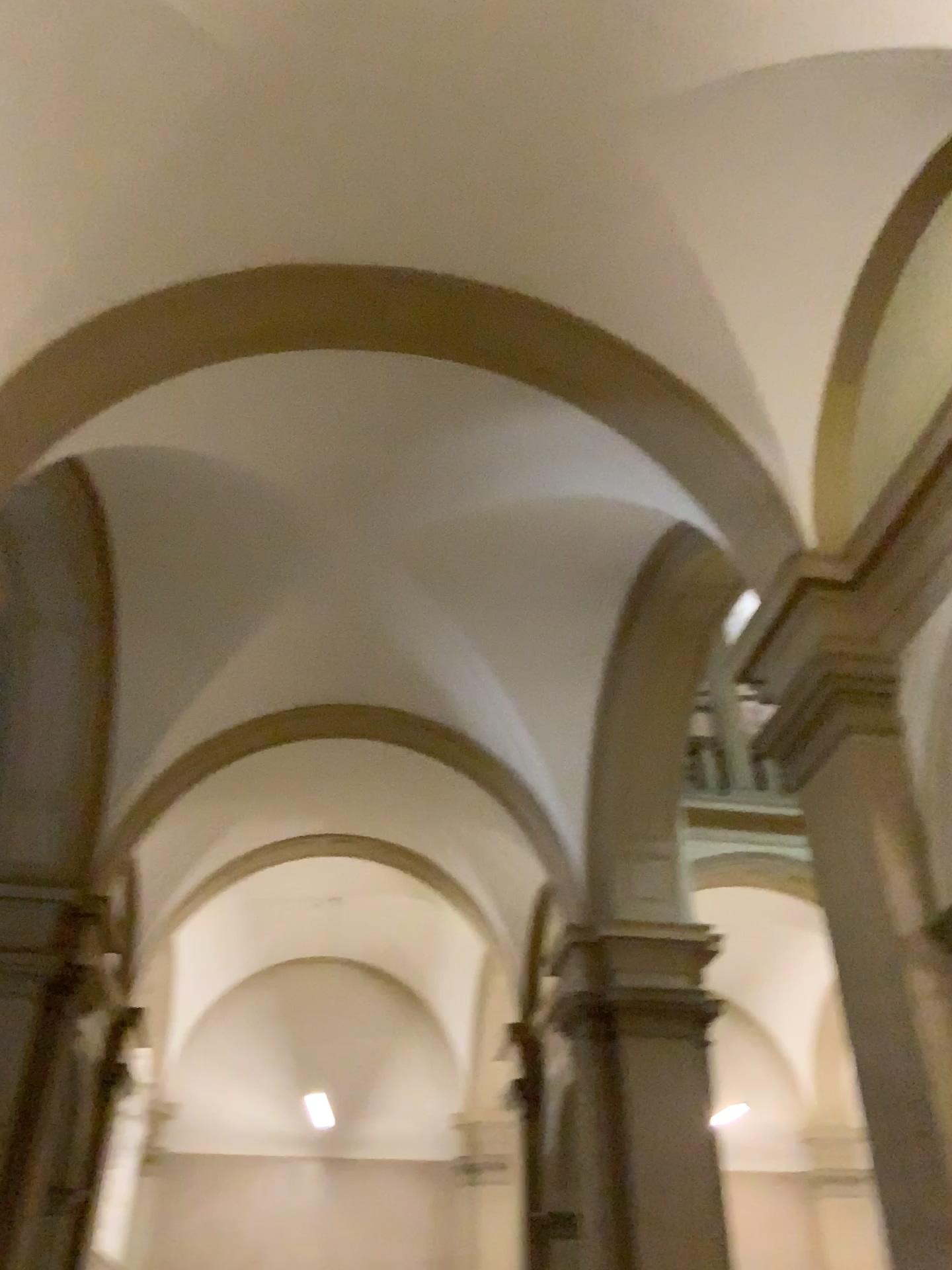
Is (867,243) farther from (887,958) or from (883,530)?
(887,958)
